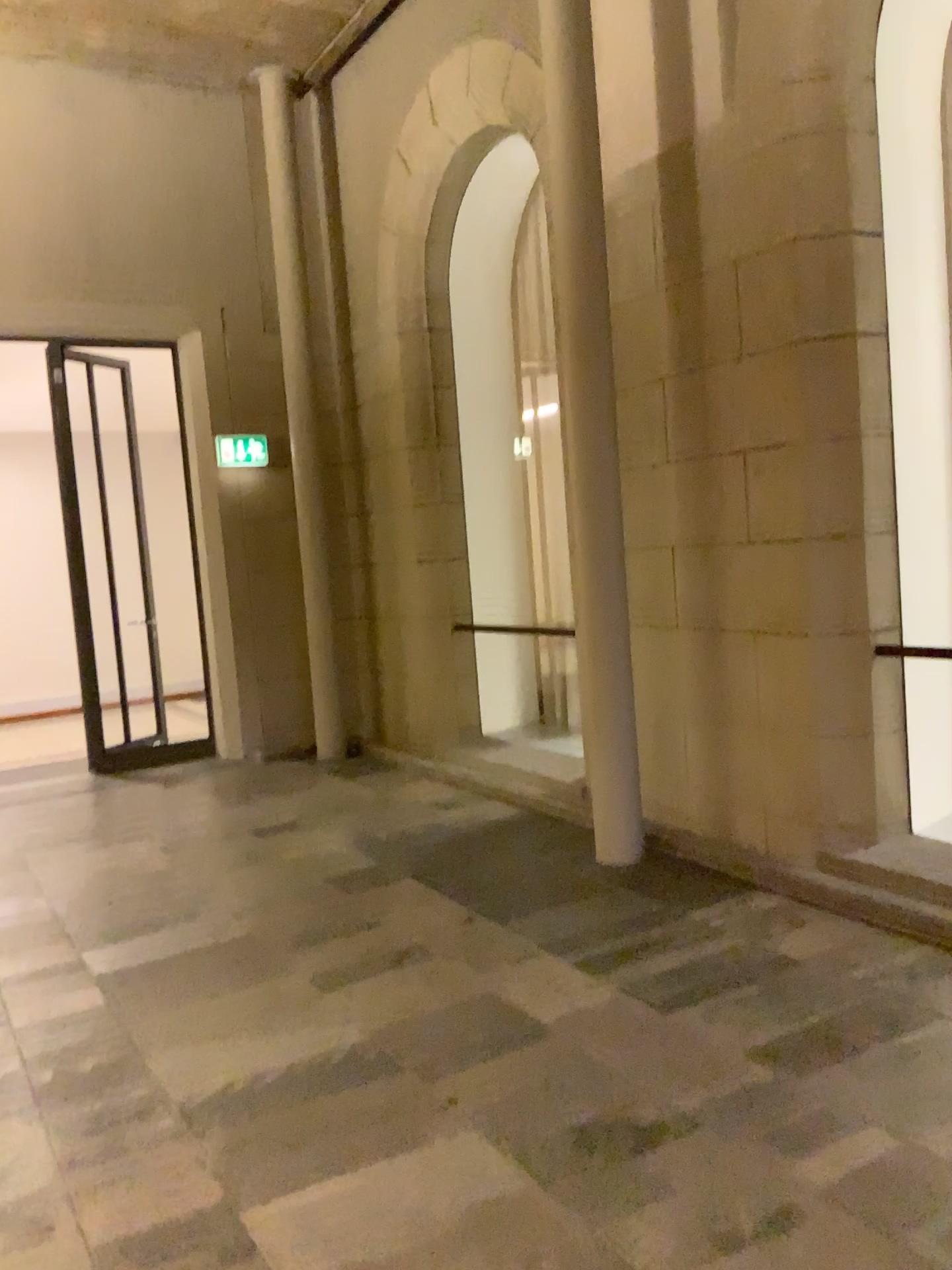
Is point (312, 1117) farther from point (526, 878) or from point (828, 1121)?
point (526, 878)
